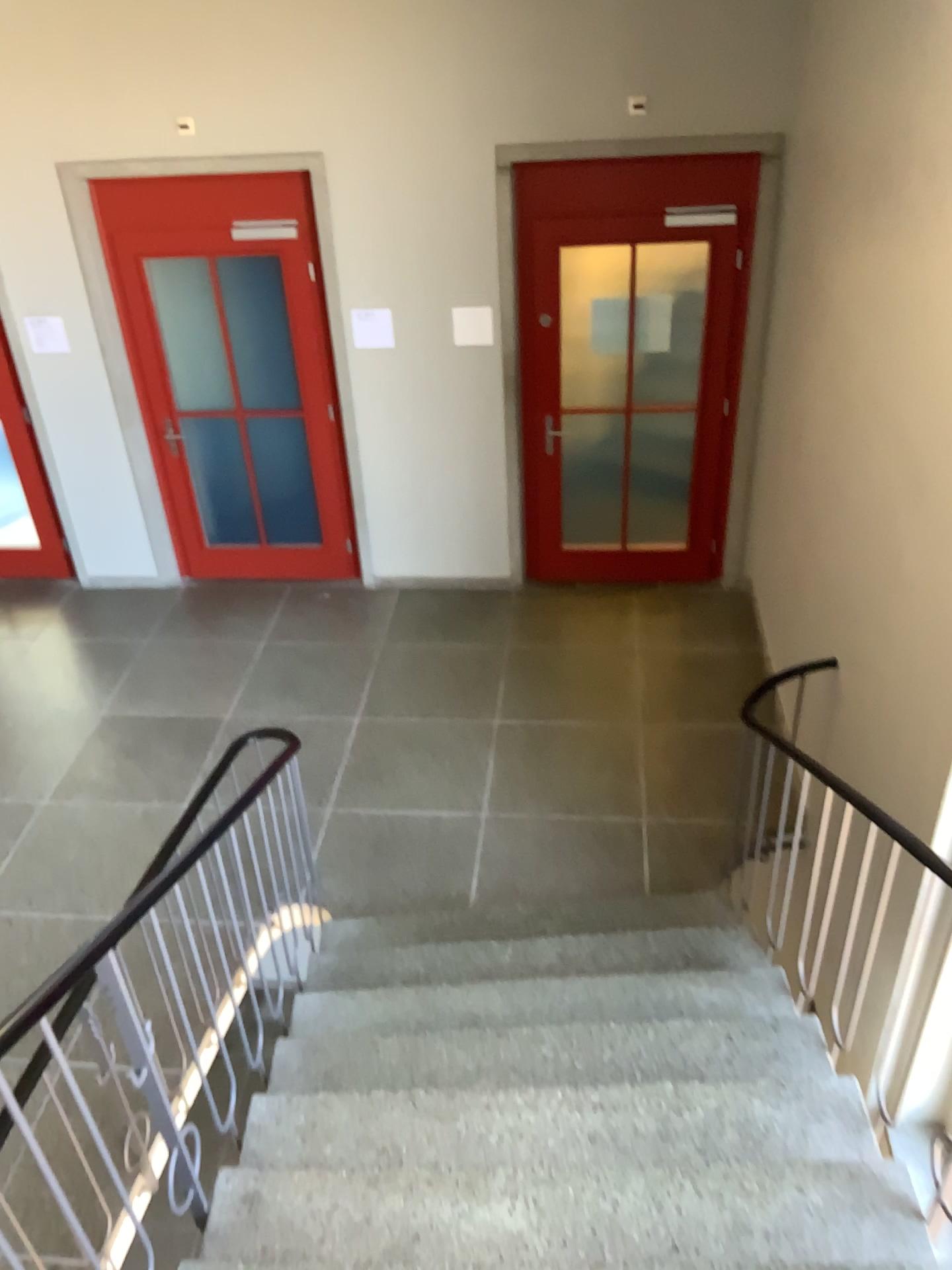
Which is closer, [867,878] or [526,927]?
[867,878]
